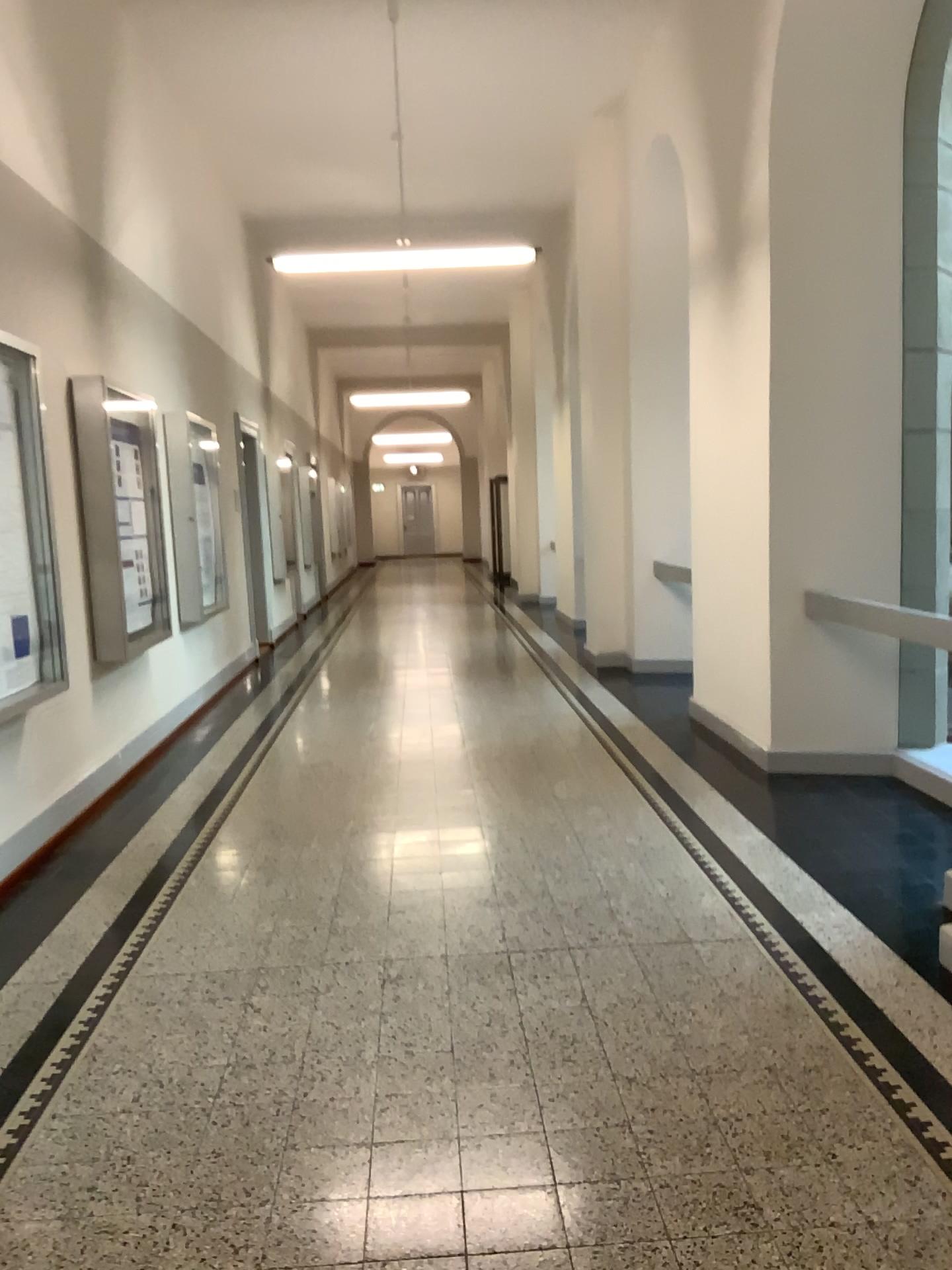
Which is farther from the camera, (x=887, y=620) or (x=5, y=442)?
(x=887, y=620)

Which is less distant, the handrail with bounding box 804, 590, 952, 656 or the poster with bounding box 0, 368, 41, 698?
the poster with bounding box 0, 368, 41, 698

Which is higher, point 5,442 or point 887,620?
point 5,442

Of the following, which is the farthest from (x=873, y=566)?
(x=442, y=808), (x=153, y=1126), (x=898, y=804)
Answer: (x=153, y=1126)
